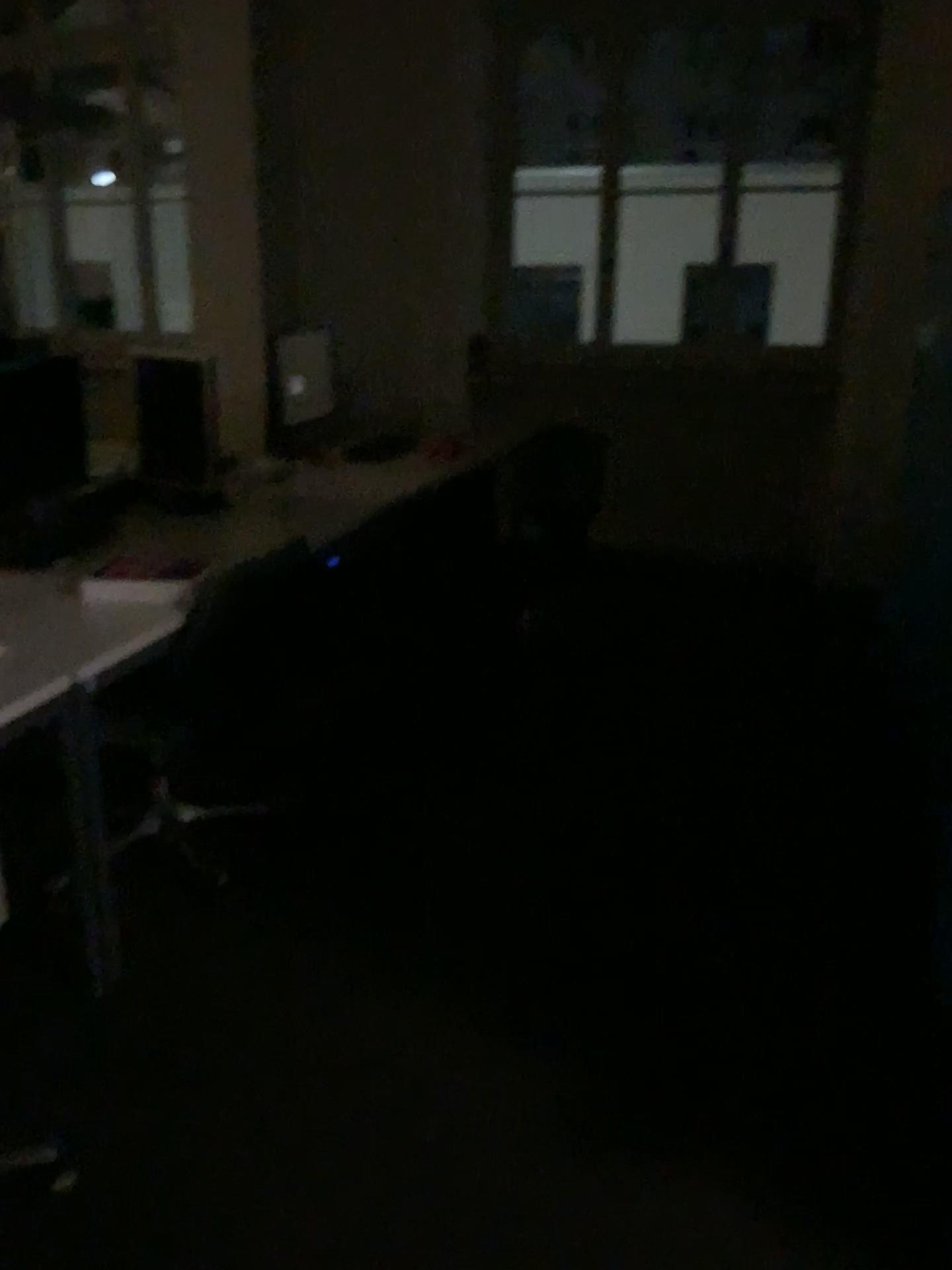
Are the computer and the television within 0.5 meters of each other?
yes

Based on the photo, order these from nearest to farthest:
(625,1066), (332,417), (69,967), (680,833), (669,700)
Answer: (625,1066), (69,967), (680,833), (669,700), (332,417)

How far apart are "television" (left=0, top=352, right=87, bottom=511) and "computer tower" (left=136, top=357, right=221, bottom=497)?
0.4m

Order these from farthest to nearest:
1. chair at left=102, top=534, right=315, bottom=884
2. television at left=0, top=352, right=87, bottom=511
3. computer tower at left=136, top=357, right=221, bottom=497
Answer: computer tower at left=136, top=357, right=221, bottom=497
television at left=0, top=352, right=87, bottom=511
chair at left=102, top=534, right=315, bottom=884

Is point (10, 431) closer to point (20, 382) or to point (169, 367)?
point (20, 382)

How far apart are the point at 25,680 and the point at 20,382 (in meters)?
1.09

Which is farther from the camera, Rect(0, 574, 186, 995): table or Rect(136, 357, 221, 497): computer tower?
Rect(136, 357, 221, 497): computer tower

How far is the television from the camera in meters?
2.7 m

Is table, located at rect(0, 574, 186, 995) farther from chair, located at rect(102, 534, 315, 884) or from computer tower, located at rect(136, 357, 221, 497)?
computer tower, located at rect(136, 357, 221, 497)

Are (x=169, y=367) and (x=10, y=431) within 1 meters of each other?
yes
